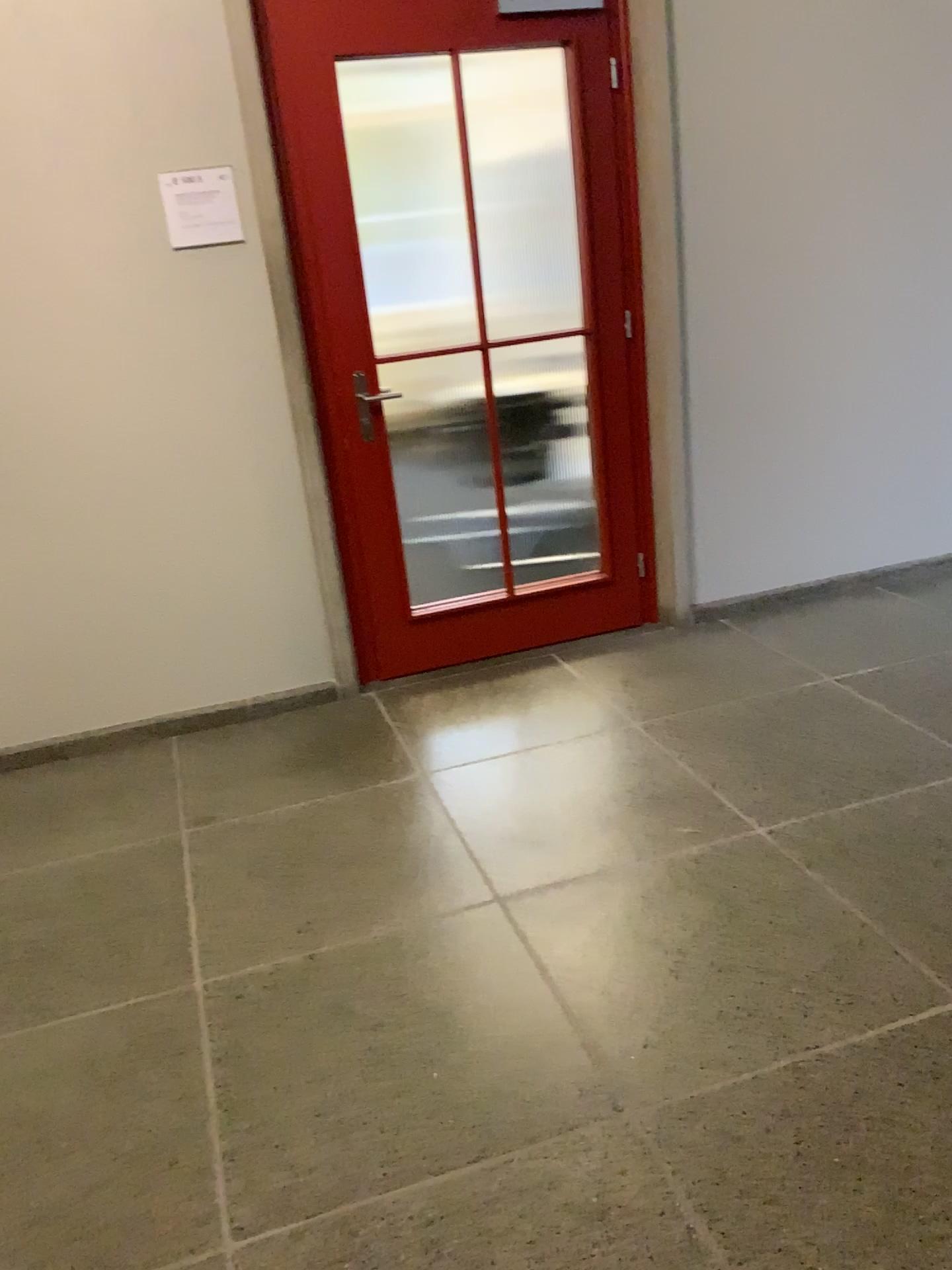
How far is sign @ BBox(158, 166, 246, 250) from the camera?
3.1 meters

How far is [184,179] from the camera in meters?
3.1 m

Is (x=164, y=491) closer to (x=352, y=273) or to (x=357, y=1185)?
(x=352, y=273)
